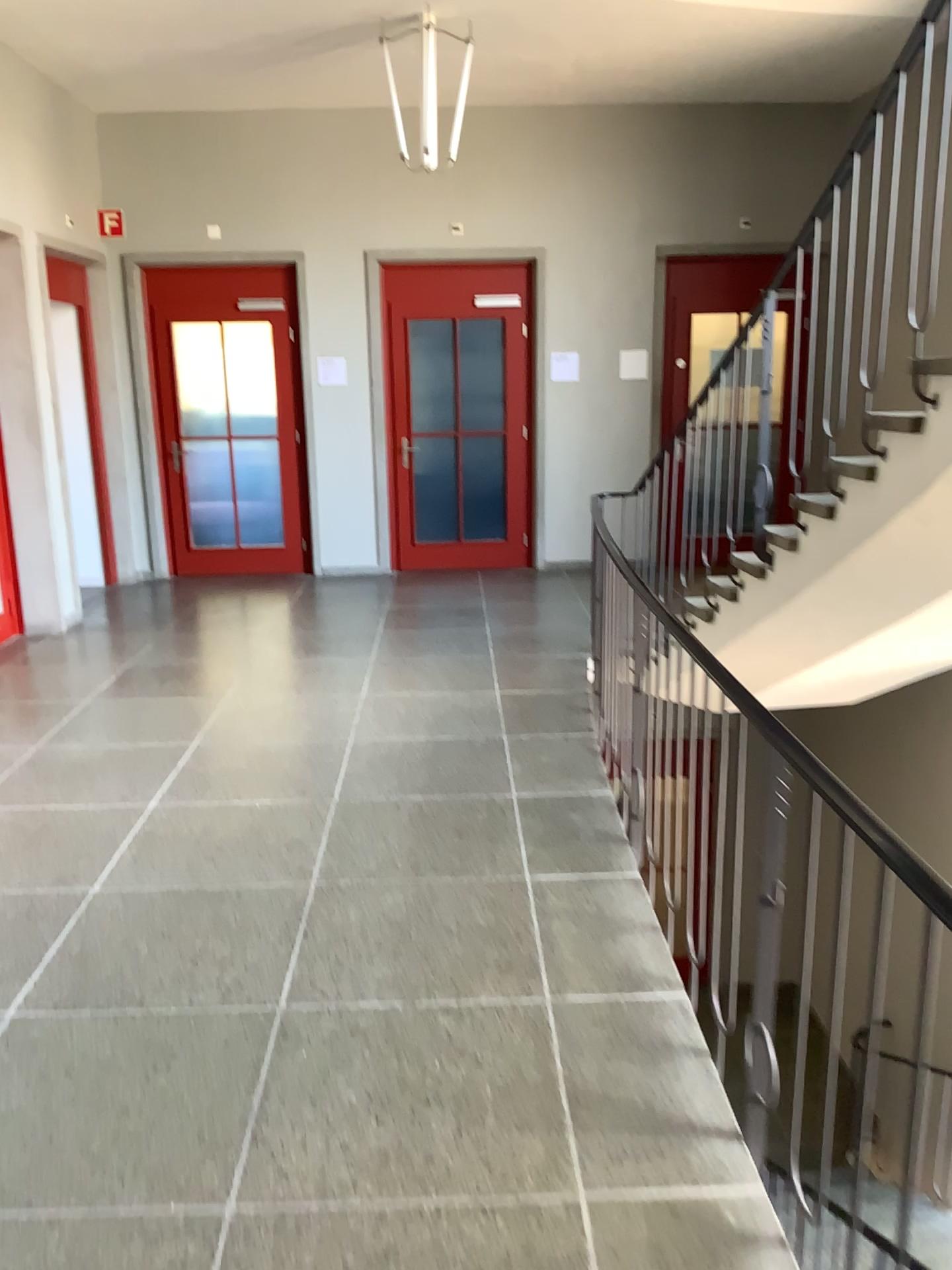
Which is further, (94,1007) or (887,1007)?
(94,1007)
